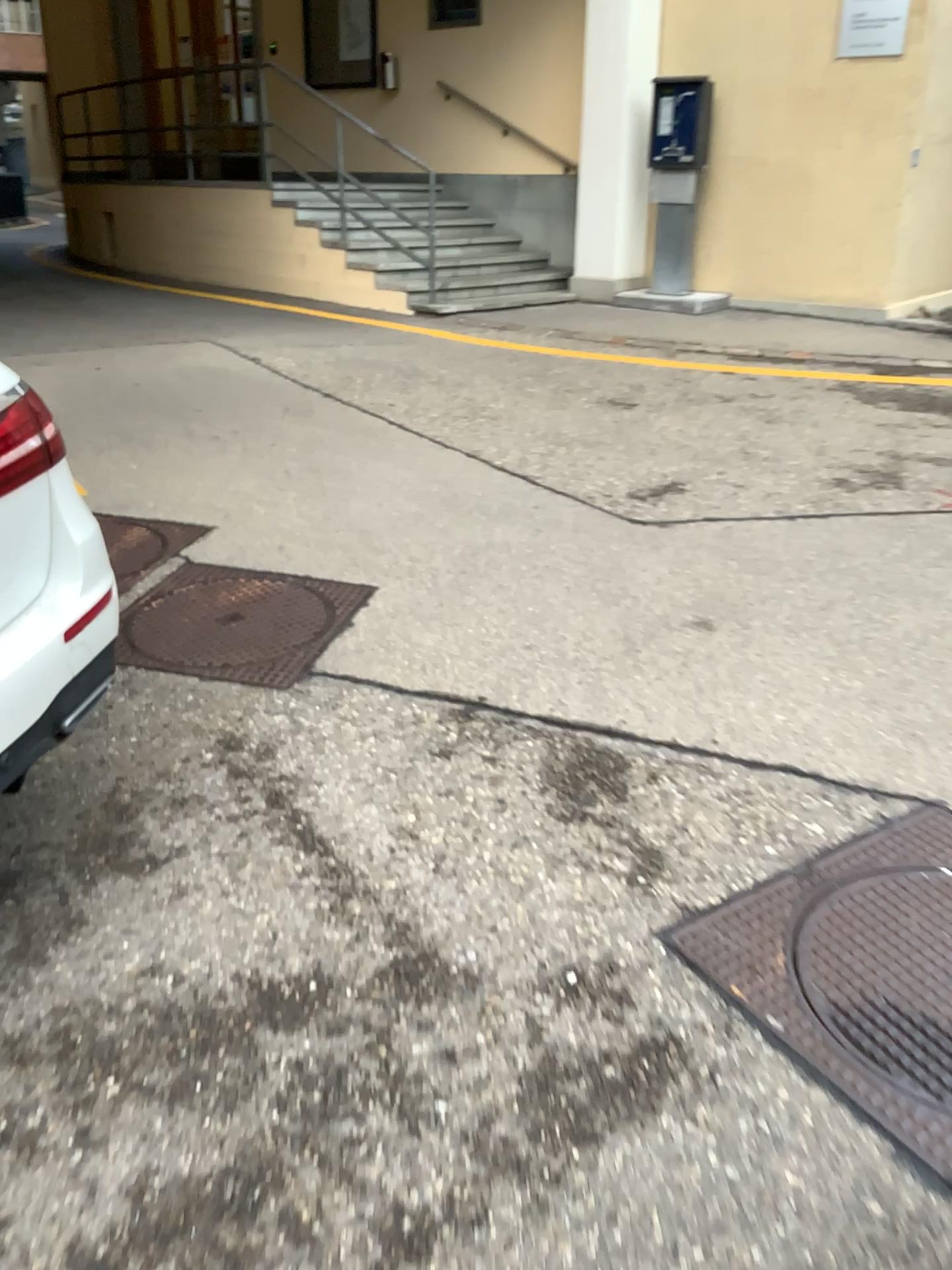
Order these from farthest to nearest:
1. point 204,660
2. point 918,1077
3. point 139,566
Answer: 1. point 139,566
2. point 204,660
3. point 918,1077

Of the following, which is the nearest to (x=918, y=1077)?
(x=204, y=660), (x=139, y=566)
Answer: (x=204, y=660)

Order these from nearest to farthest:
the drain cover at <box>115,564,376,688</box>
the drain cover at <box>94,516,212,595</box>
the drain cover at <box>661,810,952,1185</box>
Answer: the drain cover at <box>661,810,952,1185</box>
the drain cover at <box>115,564,376,688</box>
the drain cover at <box>94,516,212,595</box>

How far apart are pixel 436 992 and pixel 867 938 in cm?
83

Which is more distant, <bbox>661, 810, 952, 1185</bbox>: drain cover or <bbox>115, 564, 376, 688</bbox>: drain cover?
<bbox>115, 564, 376, 688</bbox>: drain cover

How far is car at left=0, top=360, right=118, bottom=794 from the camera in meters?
1.8

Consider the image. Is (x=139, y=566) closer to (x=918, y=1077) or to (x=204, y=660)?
(x=204, y=660)

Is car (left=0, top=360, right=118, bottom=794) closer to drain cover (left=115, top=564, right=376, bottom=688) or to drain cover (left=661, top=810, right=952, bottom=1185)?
drain cover (left=115, top=564, right=376, bottom=688)

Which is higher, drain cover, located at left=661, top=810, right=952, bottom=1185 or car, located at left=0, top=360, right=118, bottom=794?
car, located at left=0, top=360, right=118, bottom=794

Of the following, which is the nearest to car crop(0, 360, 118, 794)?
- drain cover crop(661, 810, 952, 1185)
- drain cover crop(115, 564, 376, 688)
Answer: drain cover crop(115, 564, 376, 688)
